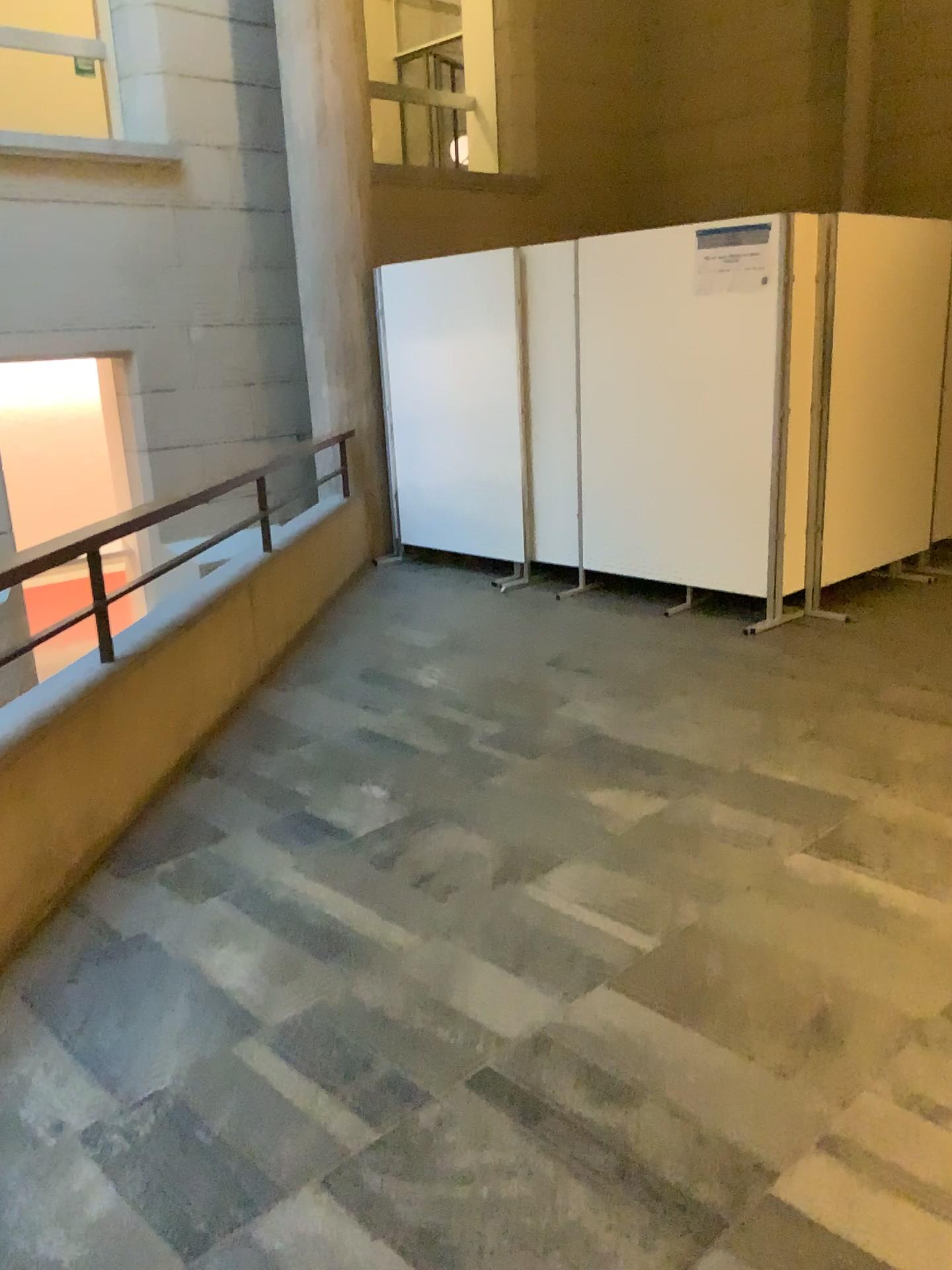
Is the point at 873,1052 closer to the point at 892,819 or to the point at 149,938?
the point at 892,819
